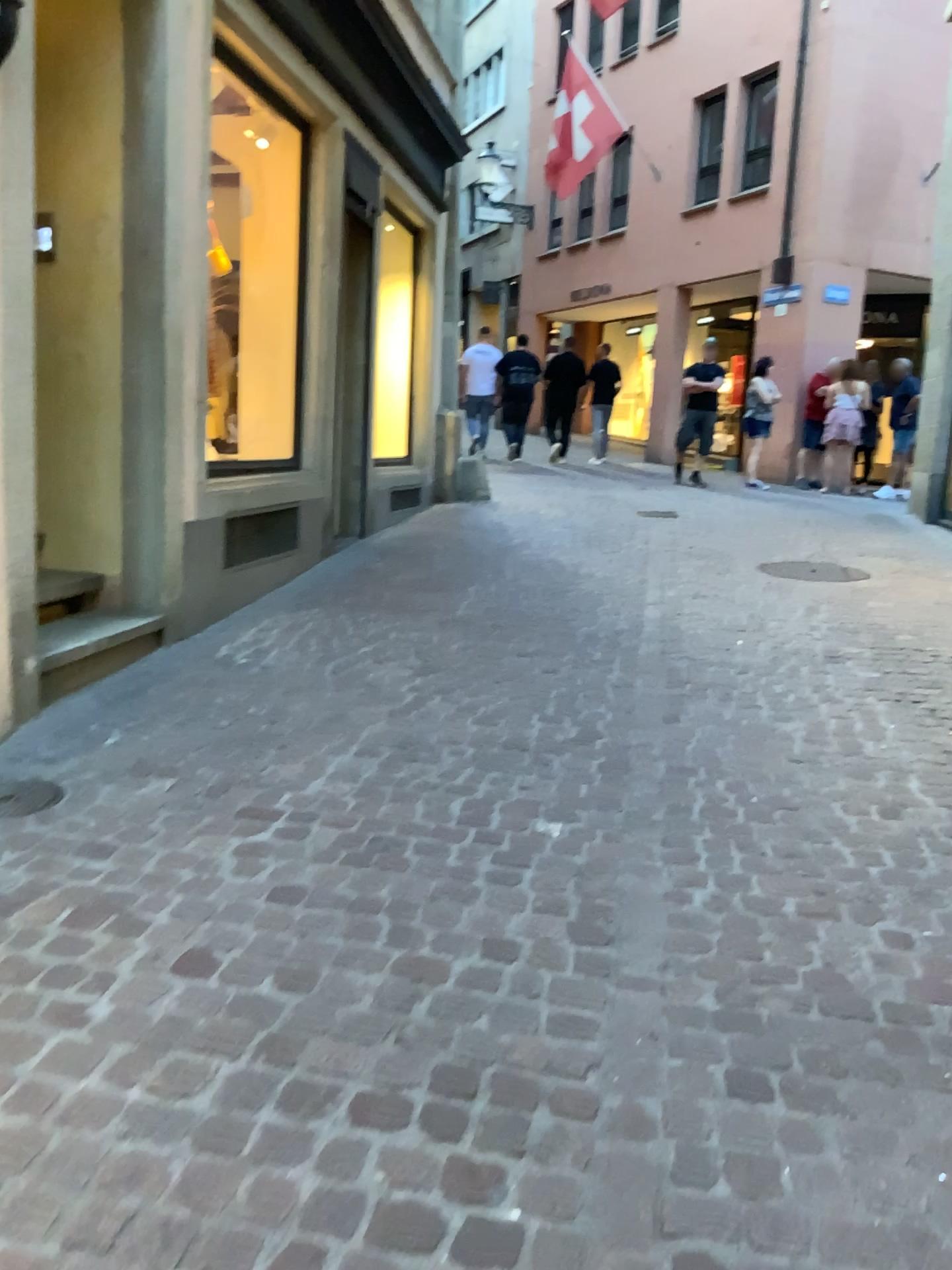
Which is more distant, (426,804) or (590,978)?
(426,804)
